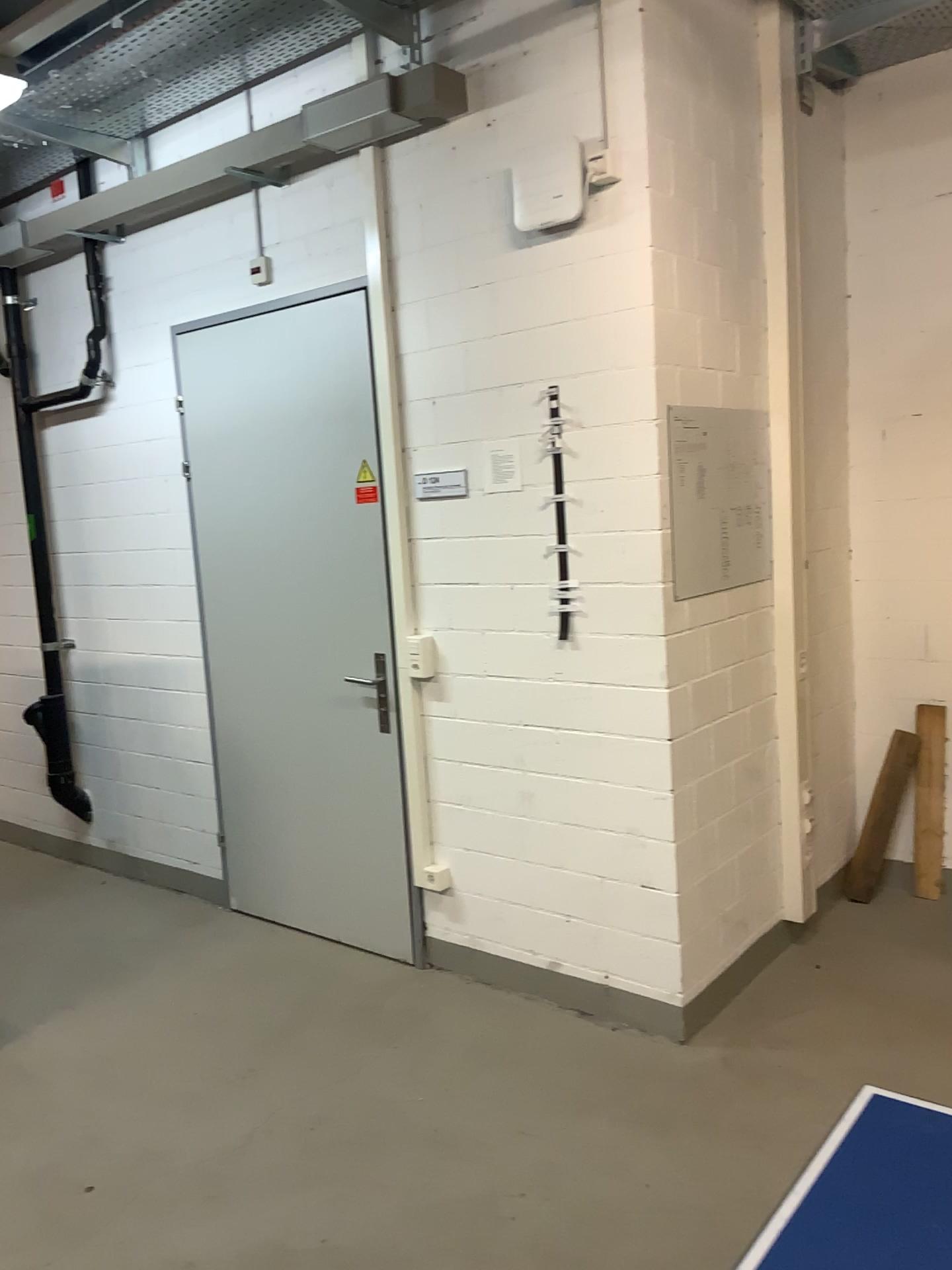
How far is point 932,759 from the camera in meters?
3.9

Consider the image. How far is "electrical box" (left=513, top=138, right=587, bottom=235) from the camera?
2.9 meters

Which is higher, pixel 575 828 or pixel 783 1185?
pixel 575 828

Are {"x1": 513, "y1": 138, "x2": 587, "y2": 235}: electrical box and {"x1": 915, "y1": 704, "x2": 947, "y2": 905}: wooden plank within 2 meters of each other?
Answer: no

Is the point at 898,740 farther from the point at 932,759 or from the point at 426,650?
the point at 426,650

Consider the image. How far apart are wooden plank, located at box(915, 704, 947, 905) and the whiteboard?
1.1m

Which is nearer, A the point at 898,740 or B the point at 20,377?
A the point at 898,740

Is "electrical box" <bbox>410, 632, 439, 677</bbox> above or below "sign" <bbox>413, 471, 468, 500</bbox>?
below

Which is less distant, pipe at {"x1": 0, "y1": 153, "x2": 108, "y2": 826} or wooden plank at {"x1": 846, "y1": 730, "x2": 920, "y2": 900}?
wooden plank at {"x1": 846, "y1": 730, "x2": 920, "y2": 900}

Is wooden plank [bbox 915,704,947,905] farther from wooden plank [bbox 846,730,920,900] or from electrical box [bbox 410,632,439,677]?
electrical box [bbox 410,632,439,677]
